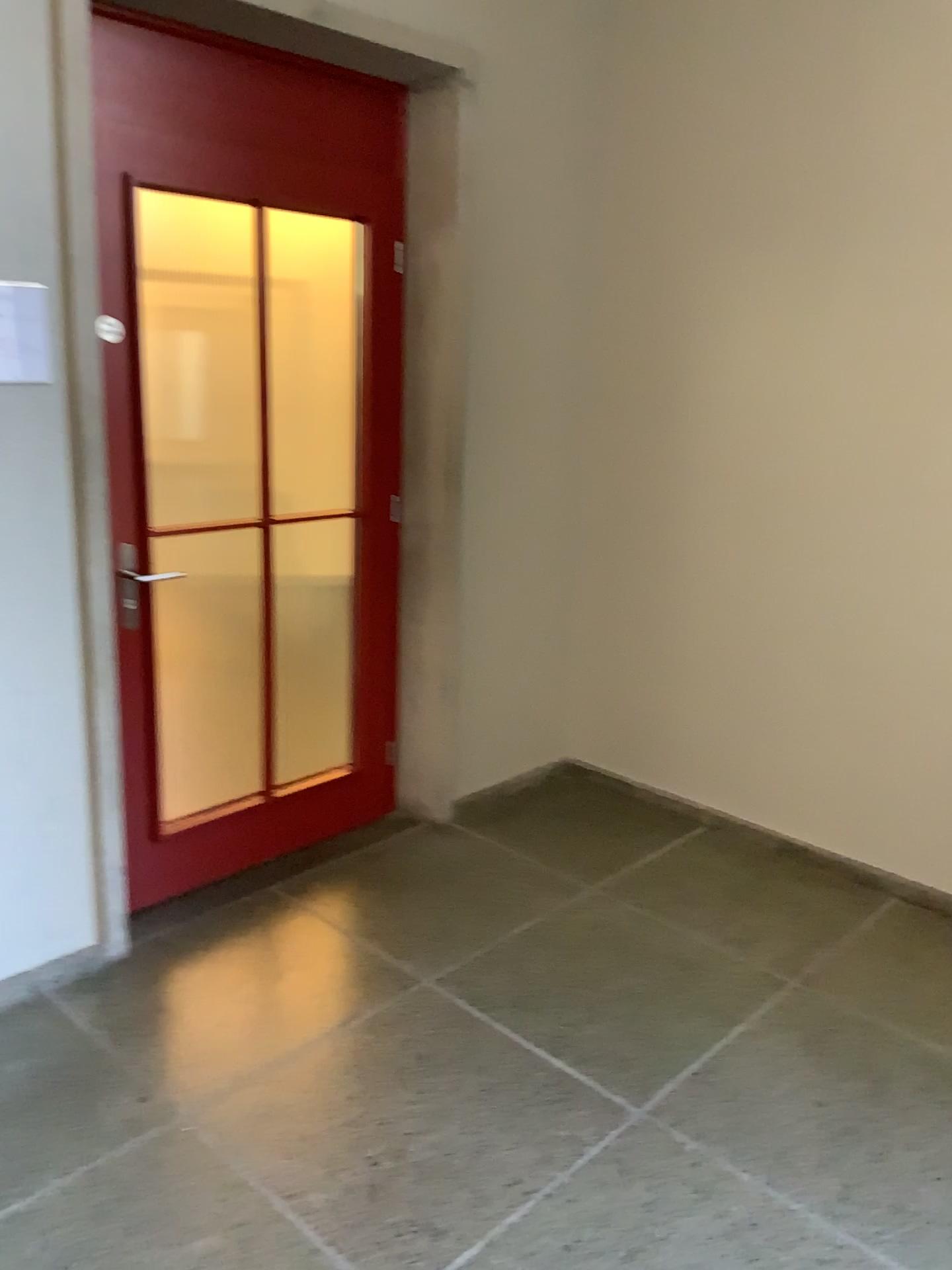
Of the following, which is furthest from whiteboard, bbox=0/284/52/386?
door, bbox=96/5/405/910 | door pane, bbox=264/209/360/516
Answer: door pane, bbox=264/209/360/516

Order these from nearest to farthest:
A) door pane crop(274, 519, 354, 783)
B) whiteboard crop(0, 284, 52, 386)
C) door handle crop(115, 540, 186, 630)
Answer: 1. whiteboard crop(0, 284, 52, 386)
2. door handle crop(115, 540, 186, 630)
3. door pane crop(274, 519, 354, 783)

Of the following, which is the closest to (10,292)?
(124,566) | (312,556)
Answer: (124,566)

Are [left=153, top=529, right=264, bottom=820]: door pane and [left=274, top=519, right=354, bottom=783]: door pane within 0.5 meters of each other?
yes

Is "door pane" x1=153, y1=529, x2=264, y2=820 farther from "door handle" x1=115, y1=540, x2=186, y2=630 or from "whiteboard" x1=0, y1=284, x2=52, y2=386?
"whiteboard" x1=0, y1=284, x2=52, y2=386

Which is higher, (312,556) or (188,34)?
(188,34)

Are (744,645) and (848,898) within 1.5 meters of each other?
yes

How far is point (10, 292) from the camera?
2.3 meters

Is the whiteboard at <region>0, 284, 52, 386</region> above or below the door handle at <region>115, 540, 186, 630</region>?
above

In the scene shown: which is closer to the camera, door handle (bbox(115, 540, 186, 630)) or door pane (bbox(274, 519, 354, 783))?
door handle (bbox(115, 540, 186, 630))
